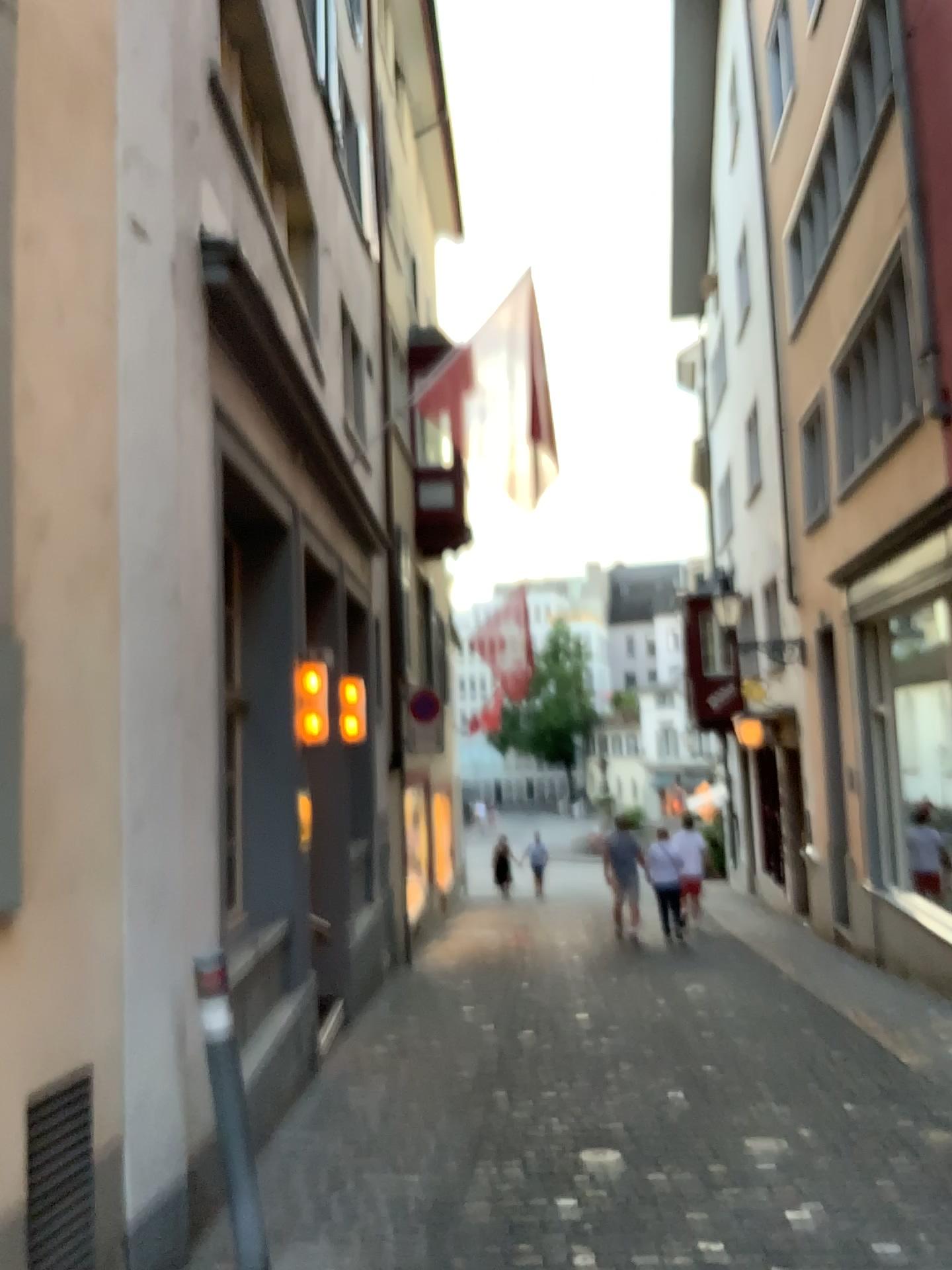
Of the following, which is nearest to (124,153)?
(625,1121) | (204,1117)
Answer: (204,1117)

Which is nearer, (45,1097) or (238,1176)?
(45,1097)

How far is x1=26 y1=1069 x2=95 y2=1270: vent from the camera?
2.92m

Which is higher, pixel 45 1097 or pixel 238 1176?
pixel 45 1097

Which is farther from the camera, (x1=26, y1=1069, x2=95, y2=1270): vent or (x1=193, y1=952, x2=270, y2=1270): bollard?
(x1=193, y1=952, x2=270, y2=1270): bollard

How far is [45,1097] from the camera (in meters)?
2.92
